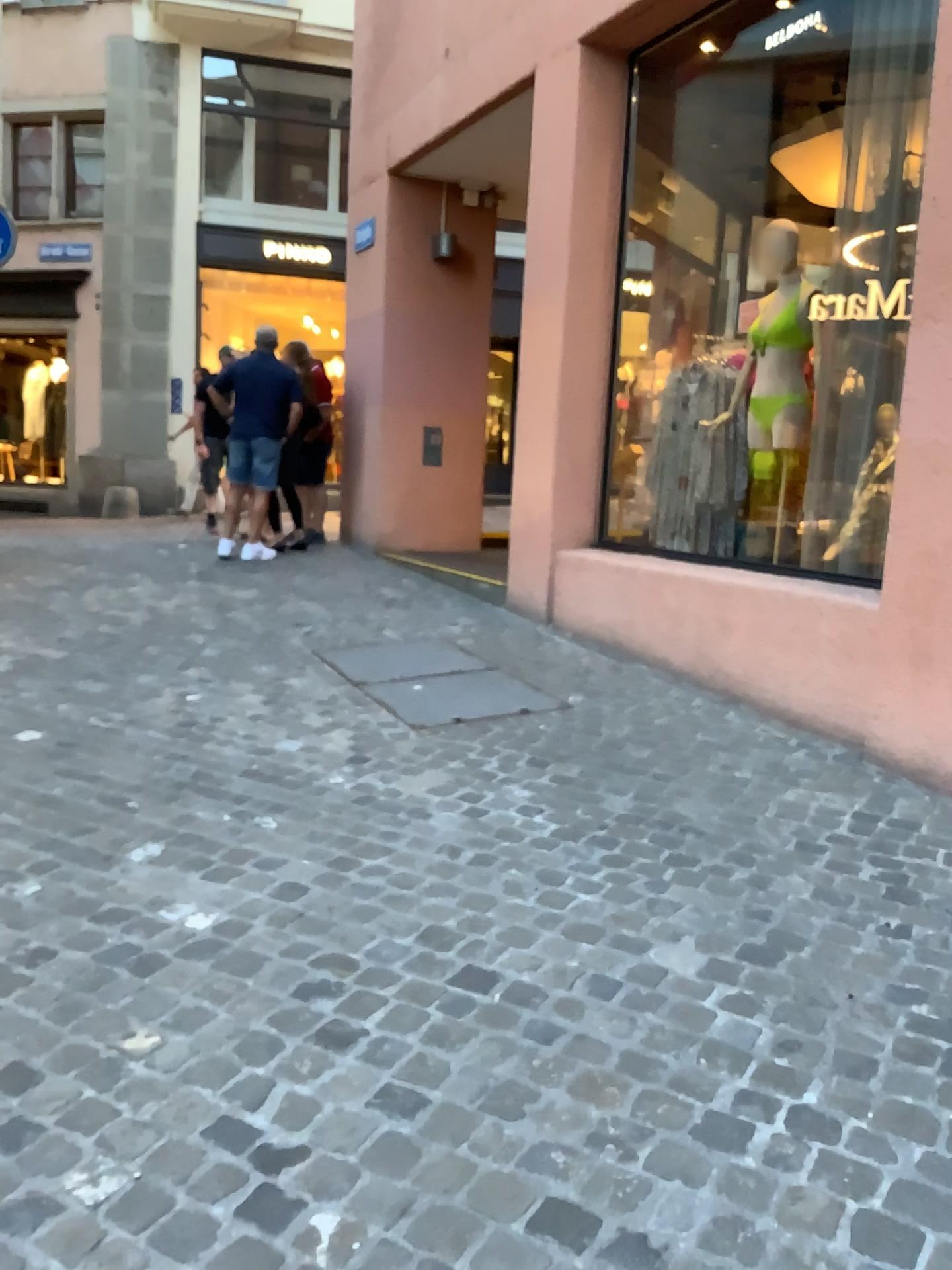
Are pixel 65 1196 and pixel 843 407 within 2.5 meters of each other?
no
